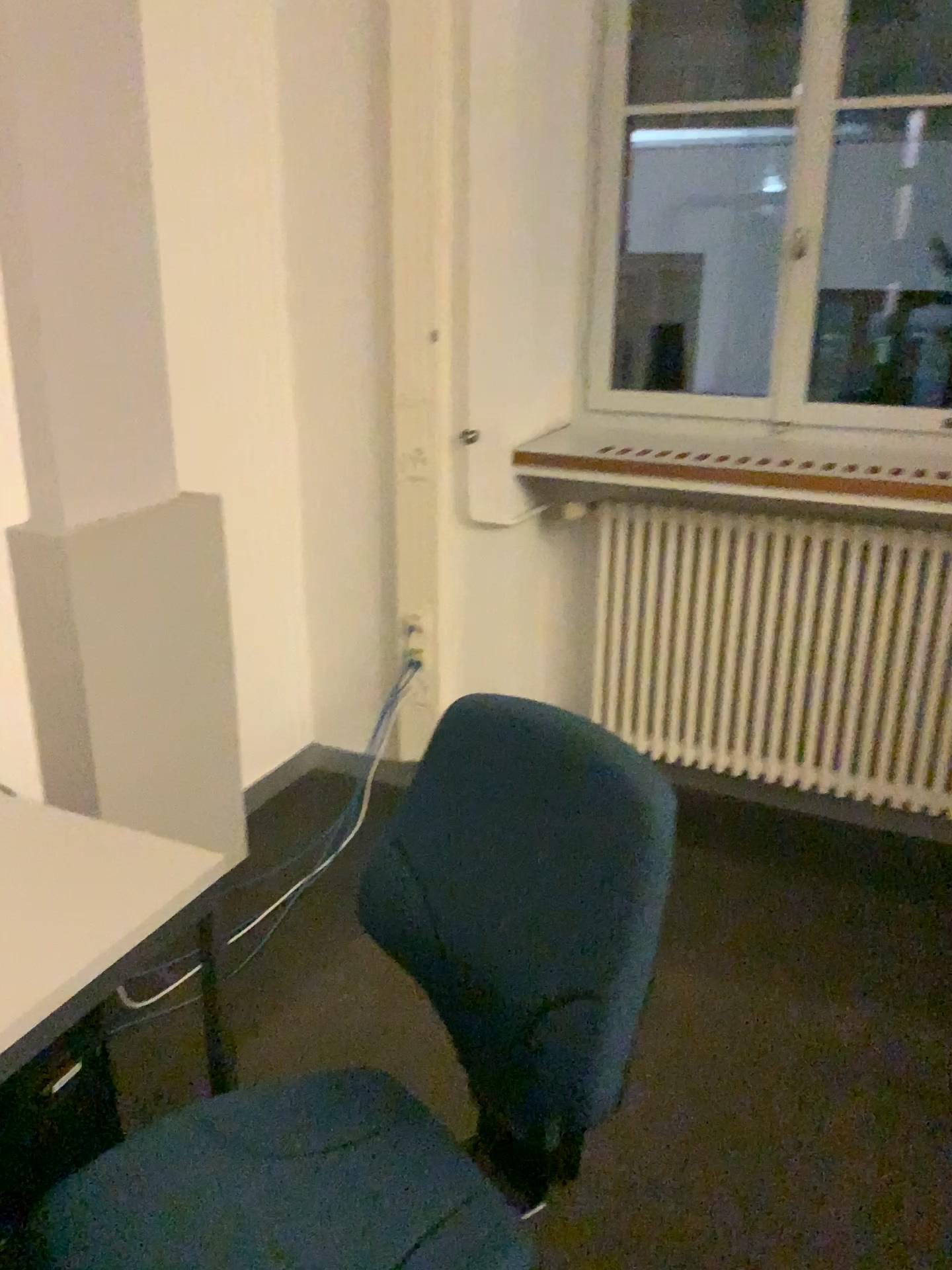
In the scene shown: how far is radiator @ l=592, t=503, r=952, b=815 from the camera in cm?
268

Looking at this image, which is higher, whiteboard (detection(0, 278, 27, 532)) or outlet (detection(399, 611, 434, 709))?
whiteboard (detection(0, 278, 27, 532))

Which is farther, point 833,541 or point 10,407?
point 833,541

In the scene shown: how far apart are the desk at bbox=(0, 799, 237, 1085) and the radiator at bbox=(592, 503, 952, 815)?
1.7m

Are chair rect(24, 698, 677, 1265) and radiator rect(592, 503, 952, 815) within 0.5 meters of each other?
no

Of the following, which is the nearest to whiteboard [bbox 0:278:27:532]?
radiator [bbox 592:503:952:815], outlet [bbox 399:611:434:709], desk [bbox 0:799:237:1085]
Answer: desk [bbox 0:799:237:1085]

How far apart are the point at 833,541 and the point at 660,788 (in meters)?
1.85

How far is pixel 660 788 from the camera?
1.0m

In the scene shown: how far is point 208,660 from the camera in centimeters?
254cm

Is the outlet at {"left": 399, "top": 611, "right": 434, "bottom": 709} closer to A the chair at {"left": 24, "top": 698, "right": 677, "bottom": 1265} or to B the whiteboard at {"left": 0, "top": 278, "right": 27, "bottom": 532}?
B the whiteboard at {"left": 0, "top": 278, "right": 27, "bottom": 532}
